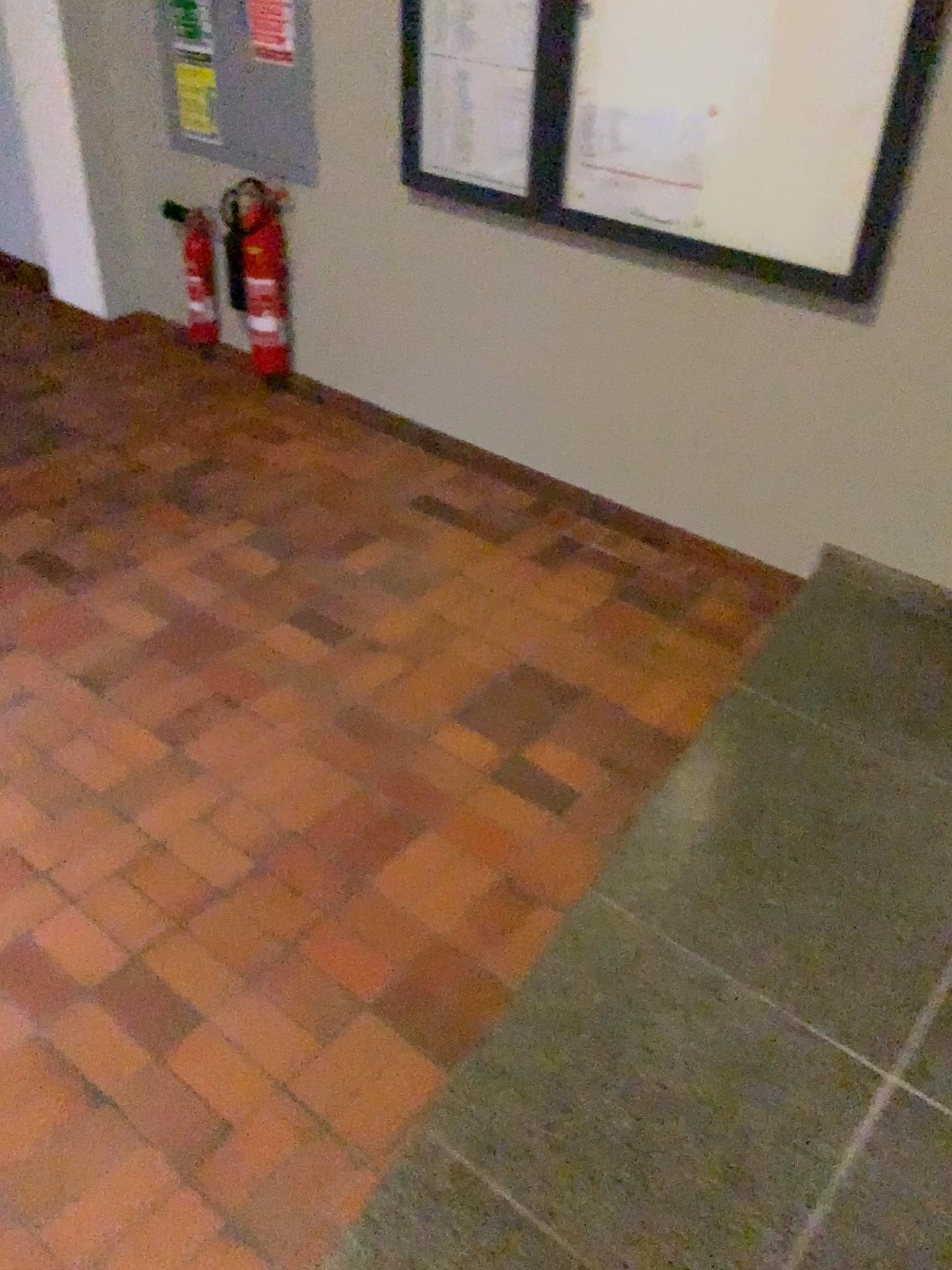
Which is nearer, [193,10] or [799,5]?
[799,5]

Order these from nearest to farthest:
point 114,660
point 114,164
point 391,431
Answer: point 114,660
point 391,431
point 114,164

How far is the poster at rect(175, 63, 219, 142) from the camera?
3.8m

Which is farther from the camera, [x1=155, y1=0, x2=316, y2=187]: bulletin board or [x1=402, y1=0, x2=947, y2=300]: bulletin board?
[x1=155, y1=0, x2=316, y2=187]: bulletin board

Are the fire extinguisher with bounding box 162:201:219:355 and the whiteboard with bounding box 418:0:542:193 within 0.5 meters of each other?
no

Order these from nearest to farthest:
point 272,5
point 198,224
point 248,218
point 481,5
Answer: point 481,5 < point 272,5 < point 248,218 < point 198,224

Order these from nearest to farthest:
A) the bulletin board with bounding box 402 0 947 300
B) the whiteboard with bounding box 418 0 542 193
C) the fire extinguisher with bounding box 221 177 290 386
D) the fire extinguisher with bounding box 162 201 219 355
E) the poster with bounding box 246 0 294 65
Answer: the bulletin board with bounding box 402 0 947 300
the whiteboard with bounding box 418 0 542 193
the poster with bounding box 246 0 294 65
the fire extinguisher with bounding box 221 177 290 386
the fire extinguisher with bounding box 162 201 219 355

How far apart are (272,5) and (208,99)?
0.5 meters

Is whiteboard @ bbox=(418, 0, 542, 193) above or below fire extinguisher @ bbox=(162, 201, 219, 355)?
above

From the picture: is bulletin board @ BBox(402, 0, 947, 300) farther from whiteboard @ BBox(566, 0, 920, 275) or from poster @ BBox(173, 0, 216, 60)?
poster @ BBox(173, 0, 216, 60)
